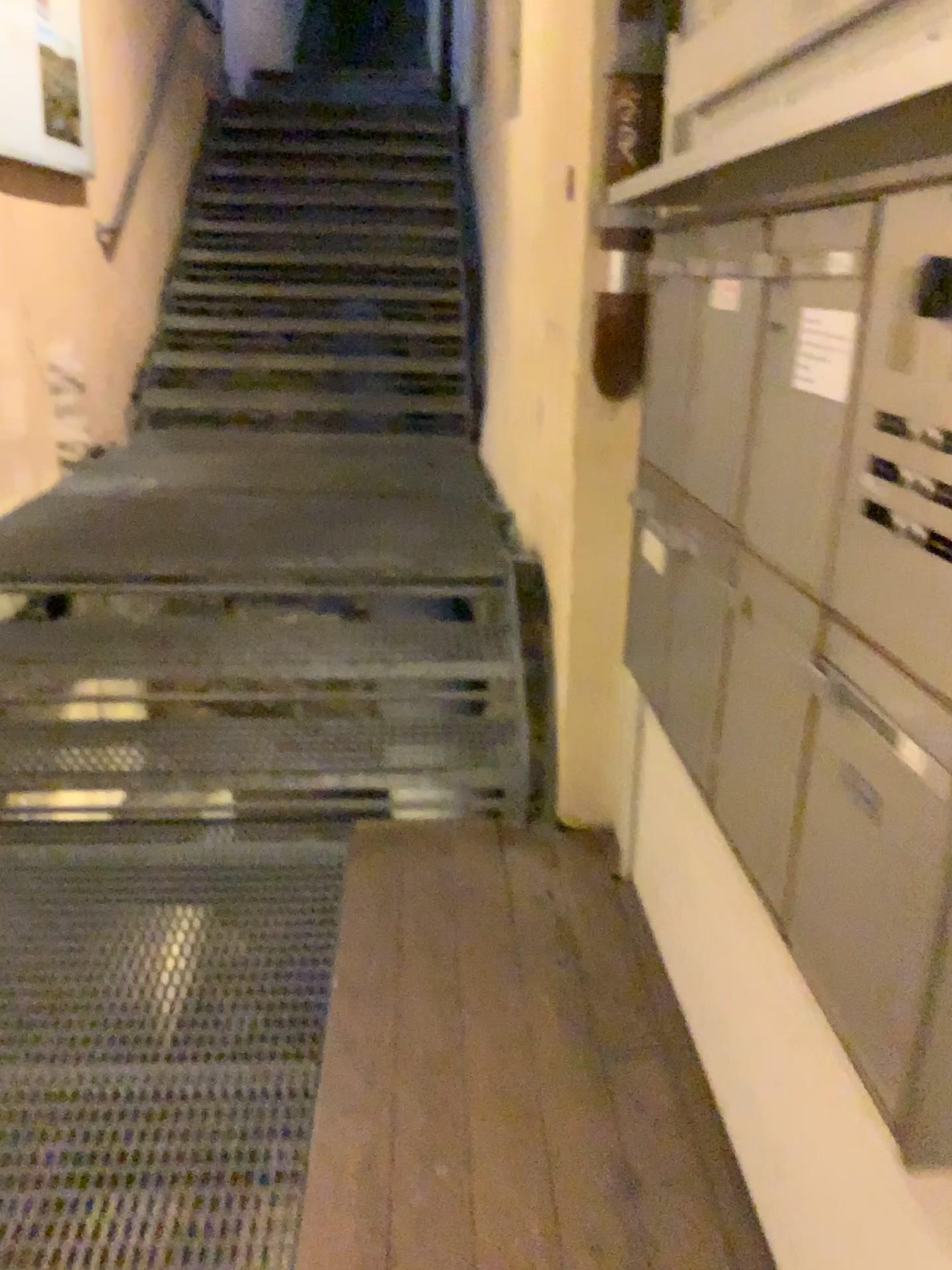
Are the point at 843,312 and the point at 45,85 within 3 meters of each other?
no

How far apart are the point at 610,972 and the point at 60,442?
3.09m

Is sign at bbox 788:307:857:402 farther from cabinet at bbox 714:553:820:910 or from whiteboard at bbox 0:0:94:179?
whiteboard at bbox 0:0:94:179

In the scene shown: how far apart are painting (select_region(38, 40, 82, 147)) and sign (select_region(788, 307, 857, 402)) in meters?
3.6

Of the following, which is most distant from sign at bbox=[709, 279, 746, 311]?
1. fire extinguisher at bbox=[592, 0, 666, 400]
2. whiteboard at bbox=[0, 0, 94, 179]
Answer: whiteboard at bbox=[0, 0, 94, 179]

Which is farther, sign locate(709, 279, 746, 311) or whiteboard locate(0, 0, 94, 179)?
whiteboard locate(0, 0, 94, 179)

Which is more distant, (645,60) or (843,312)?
(645,60)

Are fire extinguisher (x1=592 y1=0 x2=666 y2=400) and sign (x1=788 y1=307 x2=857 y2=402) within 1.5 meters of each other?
yes

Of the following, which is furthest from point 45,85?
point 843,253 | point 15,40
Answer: point 843,253

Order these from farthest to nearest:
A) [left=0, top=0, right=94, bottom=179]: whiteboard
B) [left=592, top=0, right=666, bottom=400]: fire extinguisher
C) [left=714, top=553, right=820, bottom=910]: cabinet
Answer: [left=0, top=0, right=94, bottom=179]: whiteboard, [left=592, top=0, right=666, bottom=400]: fire extinguisher, [left=714, top=553, right=820, bottom=910]: cabinet
